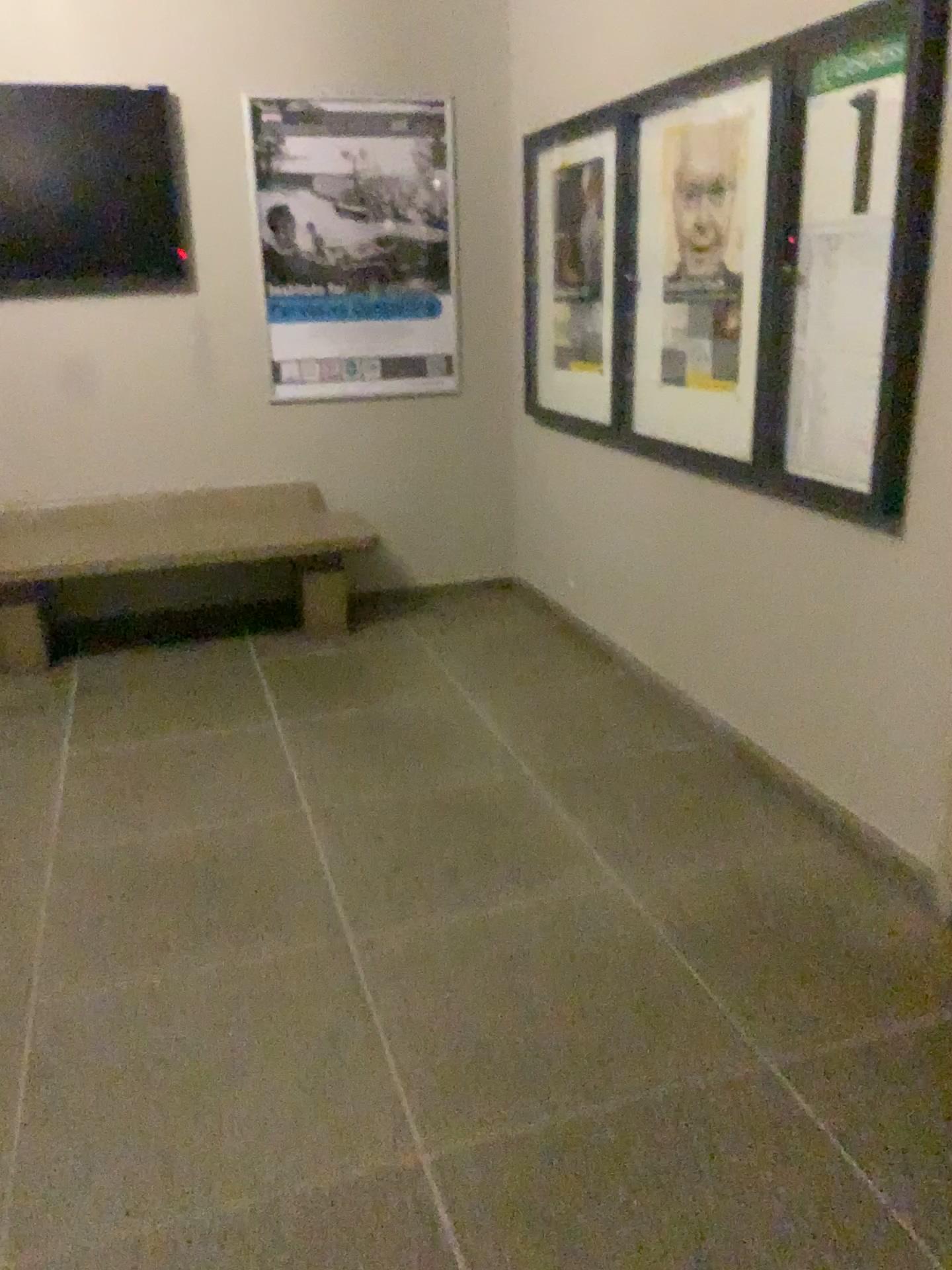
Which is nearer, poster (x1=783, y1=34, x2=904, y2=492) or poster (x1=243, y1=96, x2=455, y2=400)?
poster (x1=783, y1=34, x2=904, y2=492)

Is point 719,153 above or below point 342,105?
below

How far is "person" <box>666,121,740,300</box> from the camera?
3.1m

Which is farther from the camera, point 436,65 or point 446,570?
point 446,570

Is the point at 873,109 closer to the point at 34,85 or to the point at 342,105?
the point at 342,105

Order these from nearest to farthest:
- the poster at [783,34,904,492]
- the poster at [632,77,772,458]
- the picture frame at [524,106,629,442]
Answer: the poster at [783,34,904,492] < the poster at [632,77,772,458] < the picture frame at [524,106,629,442]

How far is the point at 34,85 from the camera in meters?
4.1

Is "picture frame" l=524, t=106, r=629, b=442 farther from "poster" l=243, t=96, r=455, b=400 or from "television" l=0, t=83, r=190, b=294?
"television" l=0, t=83, r=190, b=294

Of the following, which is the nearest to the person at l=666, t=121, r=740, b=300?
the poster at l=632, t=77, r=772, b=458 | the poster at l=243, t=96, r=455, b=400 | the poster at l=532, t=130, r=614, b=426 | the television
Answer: the poster at l=632, t=77, r=772, b=458

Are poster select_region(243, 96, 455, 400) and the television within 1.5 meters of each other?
yes
